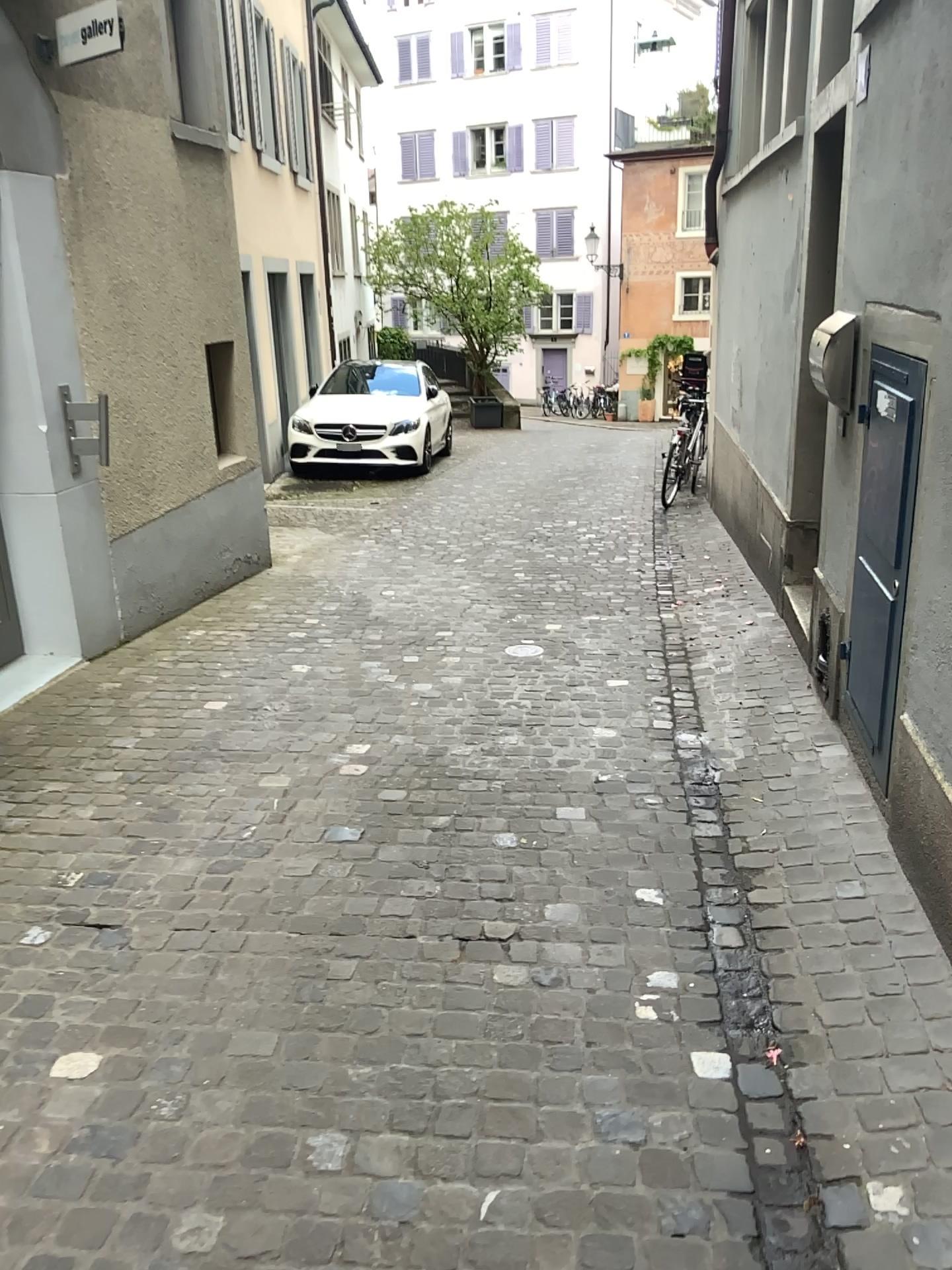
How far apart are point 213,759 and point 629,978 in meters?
1.9

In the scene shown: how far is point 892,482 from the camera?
3.1 meters

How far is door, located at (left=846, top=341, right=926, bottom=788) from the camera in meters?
3.1 m
